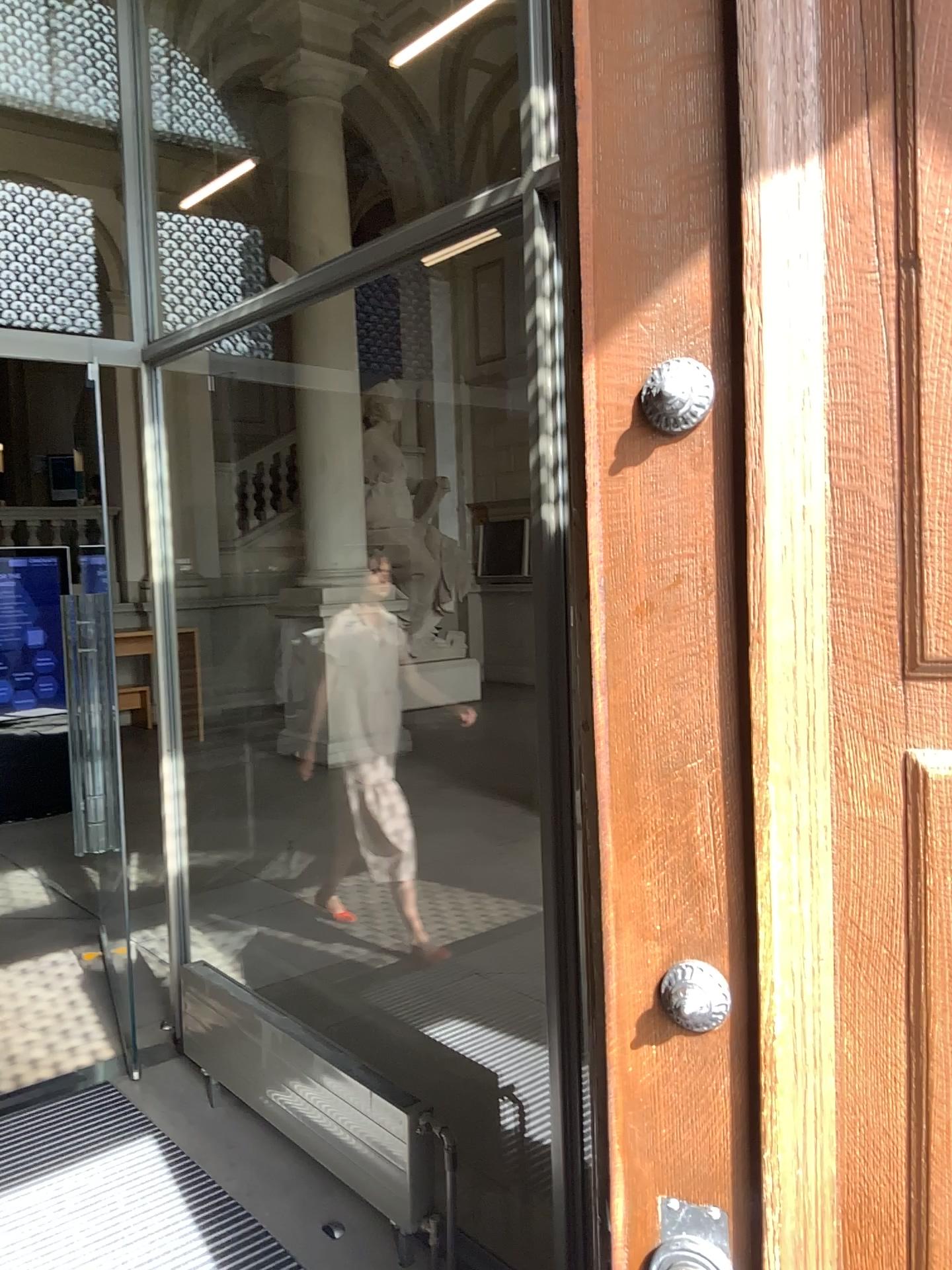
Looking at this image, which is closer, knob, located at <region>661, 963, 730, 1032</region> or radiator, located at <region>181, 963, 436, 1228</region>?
knob, located at <region>661, 963, 730, 1032</region>

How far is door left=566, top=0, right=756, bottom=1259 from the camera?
0.9m

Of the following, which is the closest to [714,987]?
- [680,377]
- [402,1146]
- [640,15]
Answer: [680,377]

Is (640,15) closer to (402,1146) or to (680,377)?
(680,377)

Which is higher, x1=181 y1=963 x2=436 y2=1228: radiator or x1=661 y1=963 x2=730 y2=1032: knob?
x1=661 y1=963 x2=730 y2=1032: knob

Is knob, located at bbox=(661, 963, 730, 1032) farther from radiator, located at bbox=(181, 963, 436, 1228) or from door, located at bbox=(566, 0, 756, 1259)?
radiator, located at bbox=(181, 963, 436, 1228)

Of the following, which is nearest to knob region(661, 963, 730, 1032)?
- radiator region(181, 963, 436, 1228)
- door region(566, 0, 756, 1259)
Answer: door region(566, 0, 756, 1259)

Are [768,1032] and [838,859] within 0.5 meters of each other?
yes

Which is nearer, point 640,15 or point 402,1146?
point 640,15

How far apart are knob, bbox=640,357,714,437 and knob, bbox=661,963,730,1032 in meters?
0.5
